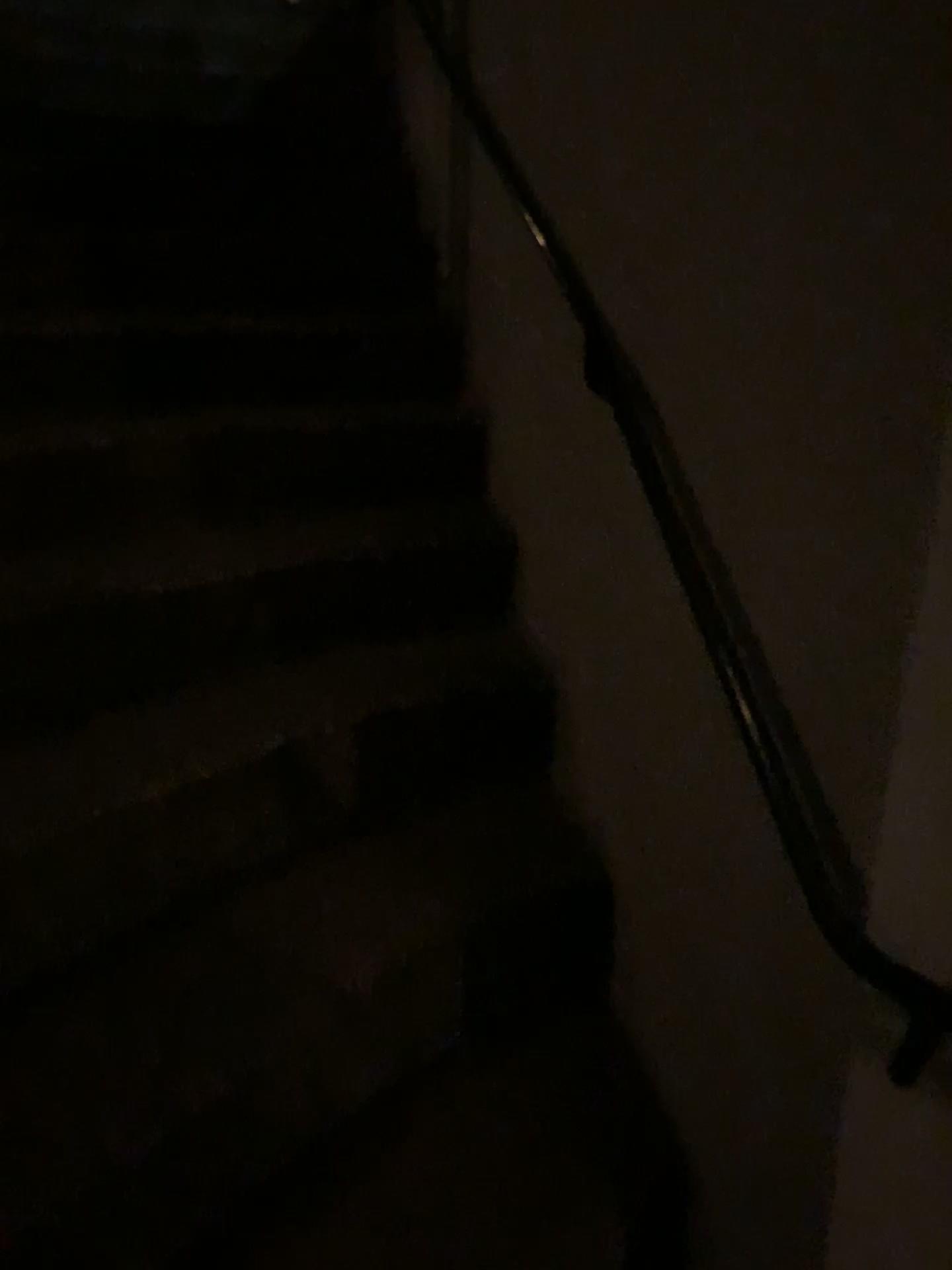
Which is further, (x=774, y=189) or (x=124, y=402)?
(x=124, y=402)
